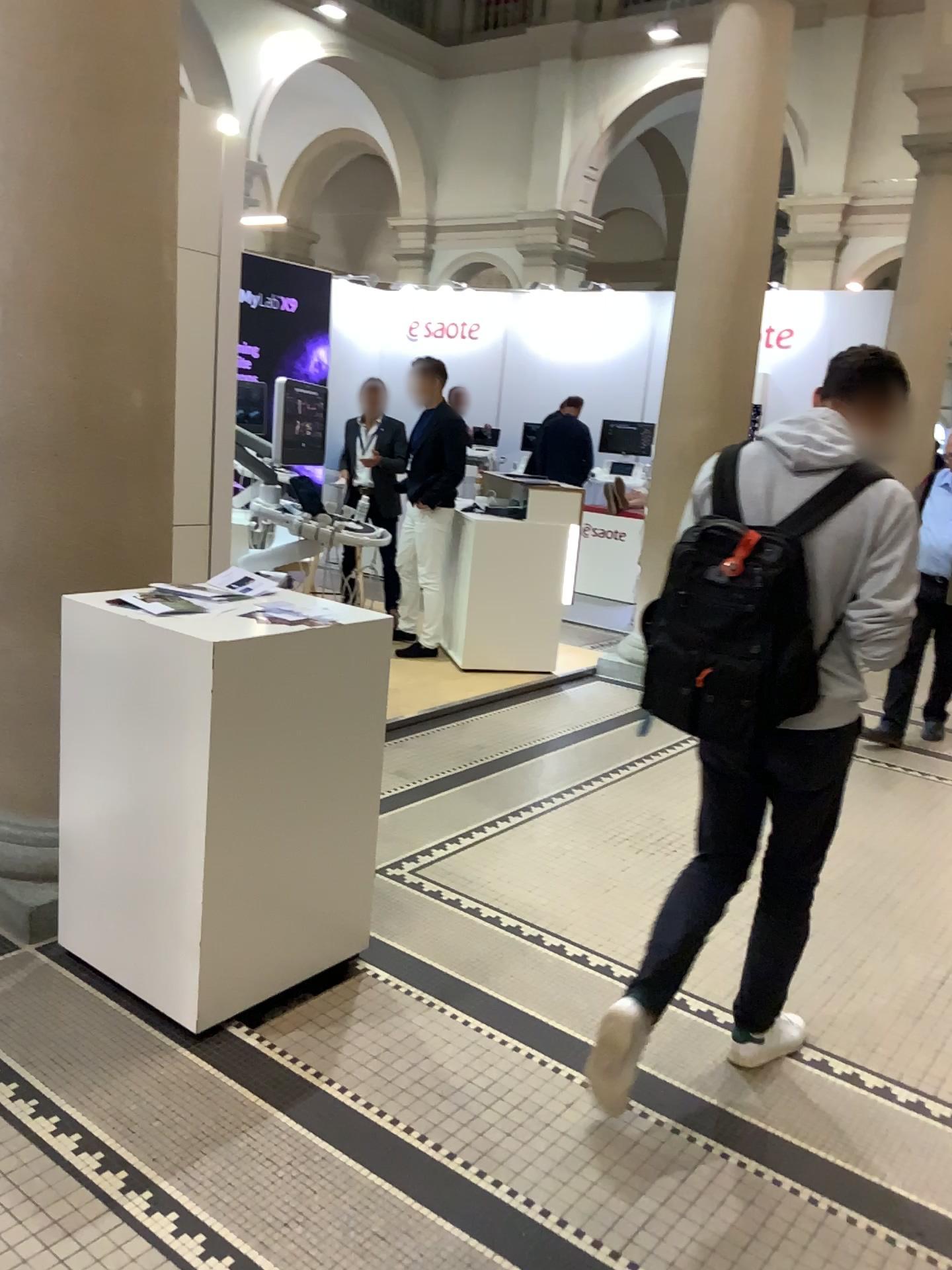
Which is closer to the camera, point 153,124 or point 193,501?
point 153,124

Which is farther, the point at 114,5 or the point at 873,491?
the point at 114,5

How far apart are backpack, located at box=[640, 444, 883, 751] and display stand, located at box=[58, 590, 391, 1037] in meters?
0.8

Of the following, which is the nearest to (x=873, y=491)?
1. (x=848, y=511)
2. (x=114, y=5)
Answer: (x=848, y=511)

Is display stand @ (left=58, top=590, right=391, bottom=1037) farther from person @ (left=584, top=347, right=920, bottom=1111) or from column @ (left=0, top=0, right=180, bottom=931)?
person @ (left=584, top=347, right=920, bottom=1111)

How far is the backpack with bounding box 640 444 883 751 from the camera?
2.1m

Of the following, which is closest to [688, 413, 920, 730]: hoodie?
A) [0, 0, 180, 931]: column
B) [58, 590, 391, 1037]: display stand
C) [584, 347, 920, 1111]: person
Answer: [584, 347, 920, 1111]: person

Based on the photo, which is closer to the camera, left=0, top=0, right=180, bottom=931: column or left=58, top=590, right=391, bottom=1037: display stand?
left=58, top=590, right=391, bottom=1037: display stand

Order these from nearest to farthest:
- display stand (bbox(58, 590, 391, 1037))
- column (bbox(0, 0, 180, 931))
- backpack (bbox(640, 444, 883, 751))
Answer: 1. backpack (bbox(640, 444, 883, 751))
2. display stand (bbox(58, 590, 391, 1037))
3. column (bbox(0, 0, 180, 931))

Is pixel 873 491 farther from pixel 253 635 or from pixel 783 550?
pixel 253 635
